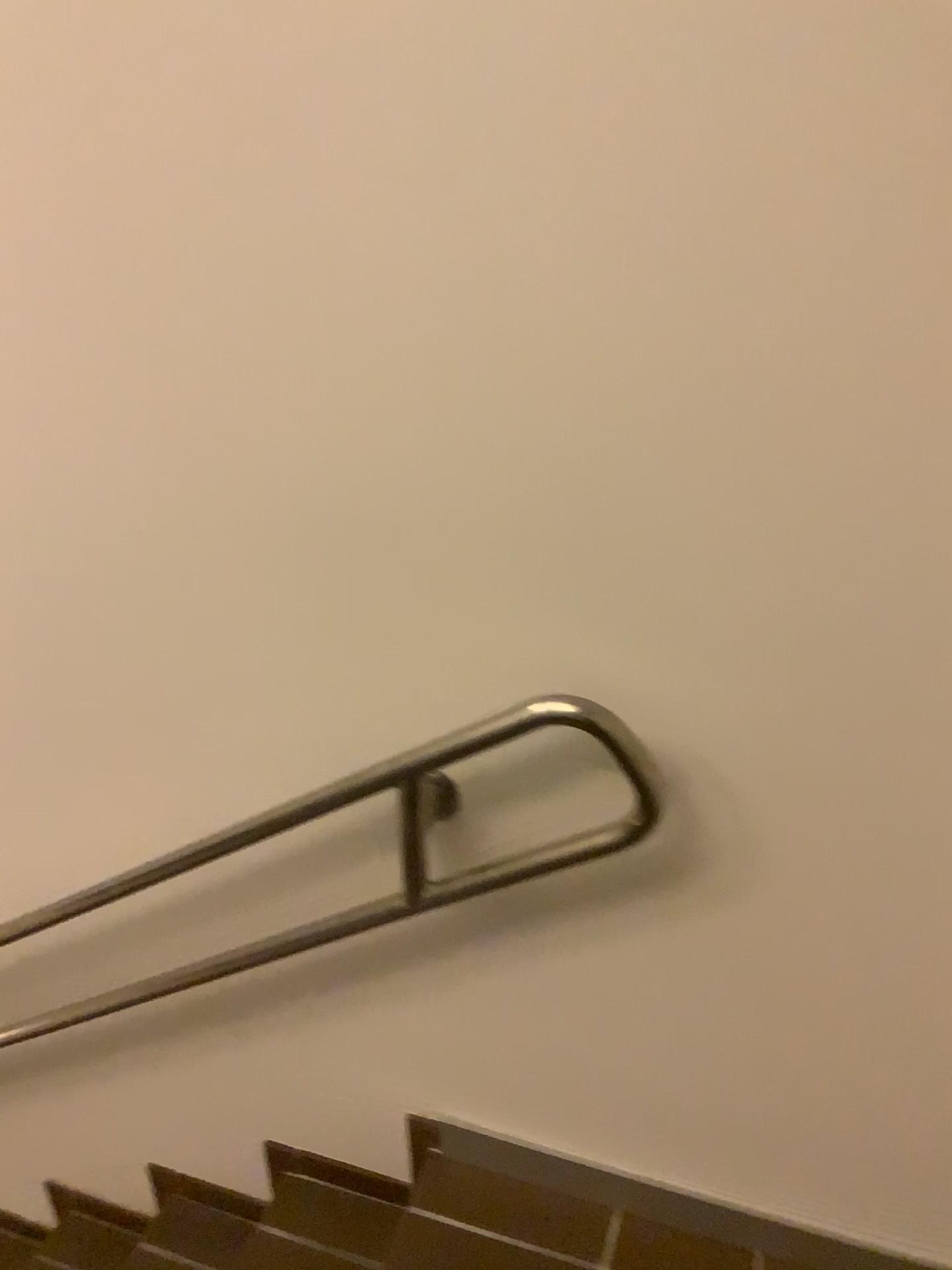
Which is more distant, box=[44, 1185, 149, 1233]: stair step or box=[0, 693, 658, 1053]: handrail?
box=[44, 1185, 149, 1233]: stair step

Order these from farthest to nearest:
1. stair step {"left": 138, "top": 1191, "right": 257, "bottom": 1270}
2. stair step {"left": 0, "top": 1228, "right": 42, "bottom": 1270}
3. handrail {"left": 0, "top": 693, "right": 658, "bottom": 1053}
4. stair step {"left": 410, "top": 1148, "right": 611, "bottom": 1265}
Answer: stair step {"left": 0, "top": 1228, "right": 42, "bottom": 1270}, stair step {"left": 138, "top": 1191, "right": 257, "bottom": 1270}, stair step {"left": 410, "top": 1148, "right": 611, "bottom": 1265}, handrail {"left": 0, "top": 693, "right": 658, "bottom": 1053}

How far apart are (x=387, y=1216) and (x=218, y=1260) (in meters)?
0.39

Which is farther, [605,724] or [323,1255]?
[323,1255]

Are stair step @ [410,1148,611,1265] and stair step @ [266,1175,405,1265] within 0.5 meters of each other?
yes

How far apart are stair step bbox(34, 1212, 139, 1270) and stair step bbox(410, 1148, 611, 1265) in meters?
0.8 m

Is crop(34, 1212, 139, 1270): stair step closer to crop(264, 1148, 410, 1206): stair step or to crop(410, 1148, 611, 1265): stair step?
crop(264, 1148, 410, 1206): stair step

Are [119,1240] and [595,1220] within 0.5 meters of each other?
no

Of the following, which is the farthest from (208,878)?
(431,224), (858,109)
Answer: (858,109)

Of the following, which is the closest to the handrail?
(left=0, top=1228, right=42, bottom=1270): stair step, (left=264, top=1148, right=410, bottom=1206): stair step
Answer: (left=264, top=1148, right=410, bottom=1206): stair step
